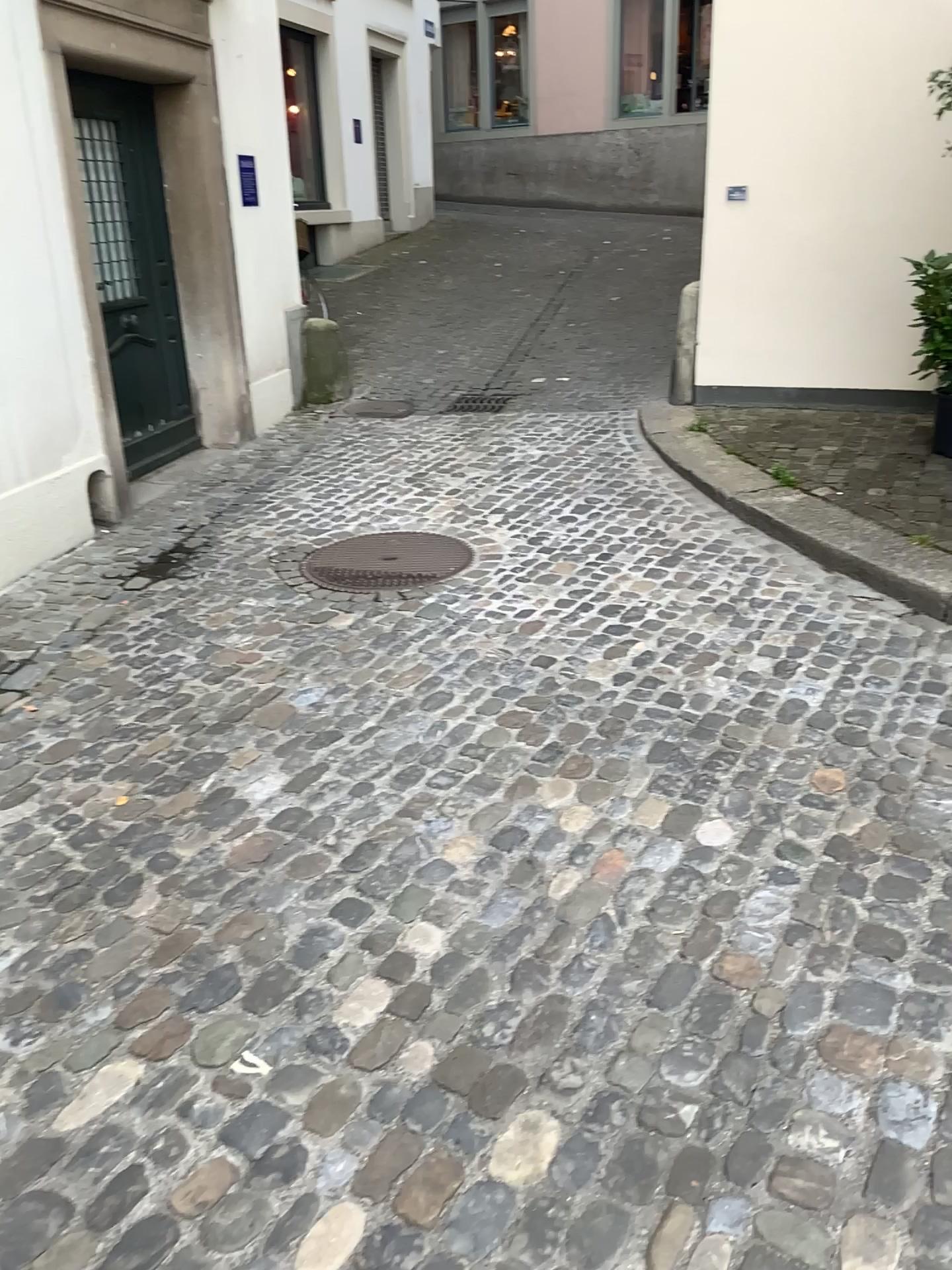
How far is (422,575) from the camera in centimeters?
413cm

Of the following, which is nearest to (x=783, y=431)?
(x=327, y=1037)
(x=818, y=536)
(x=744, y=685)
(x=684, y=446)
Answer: (x=684, y=446)

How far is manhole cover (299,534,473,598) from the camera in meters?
4.1
